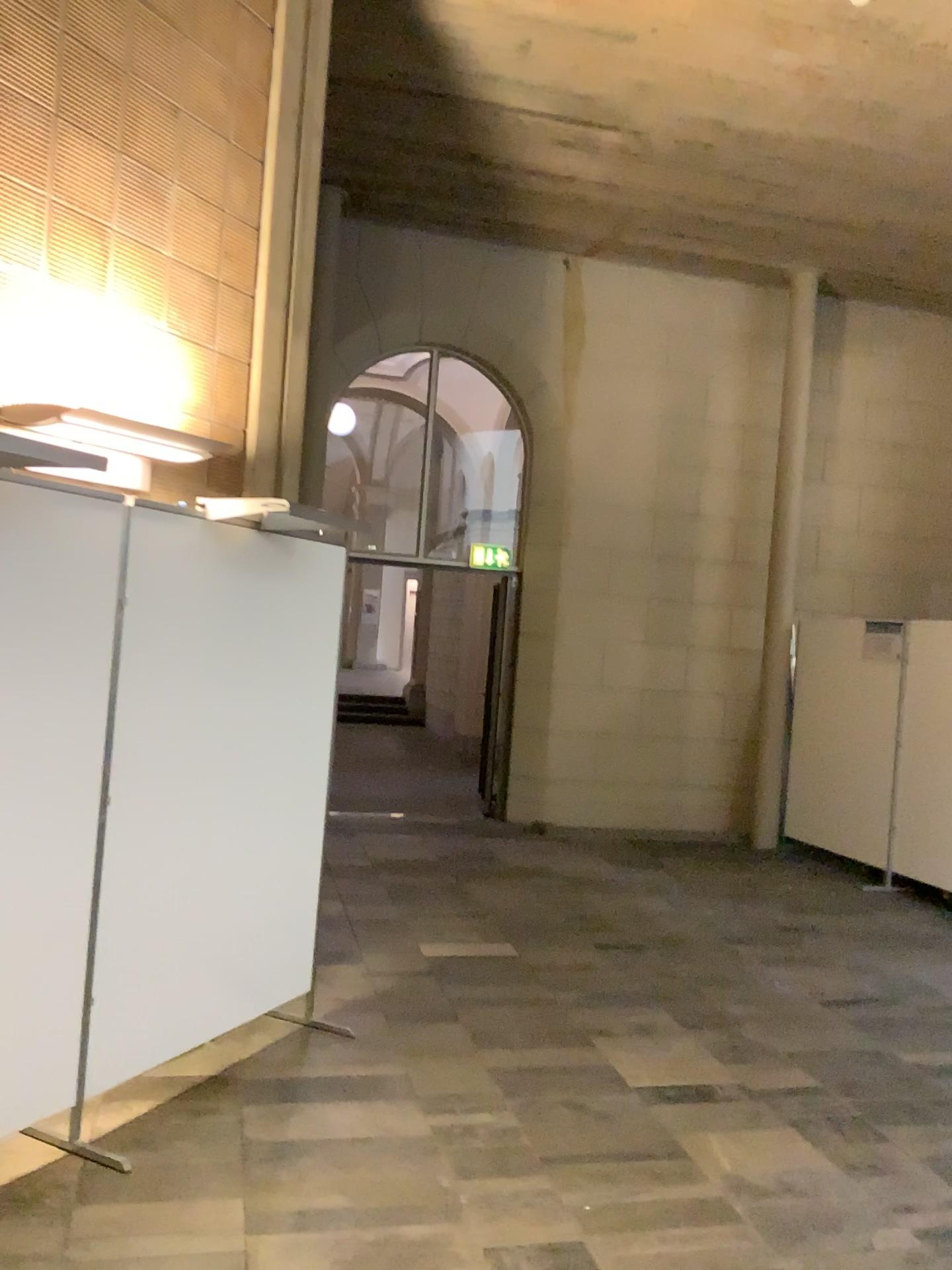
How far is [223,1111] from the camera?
3.40m

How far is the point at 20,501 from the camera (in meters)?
2.84

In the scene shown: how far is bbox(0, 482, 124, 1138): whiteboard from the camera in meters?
2.8 m
